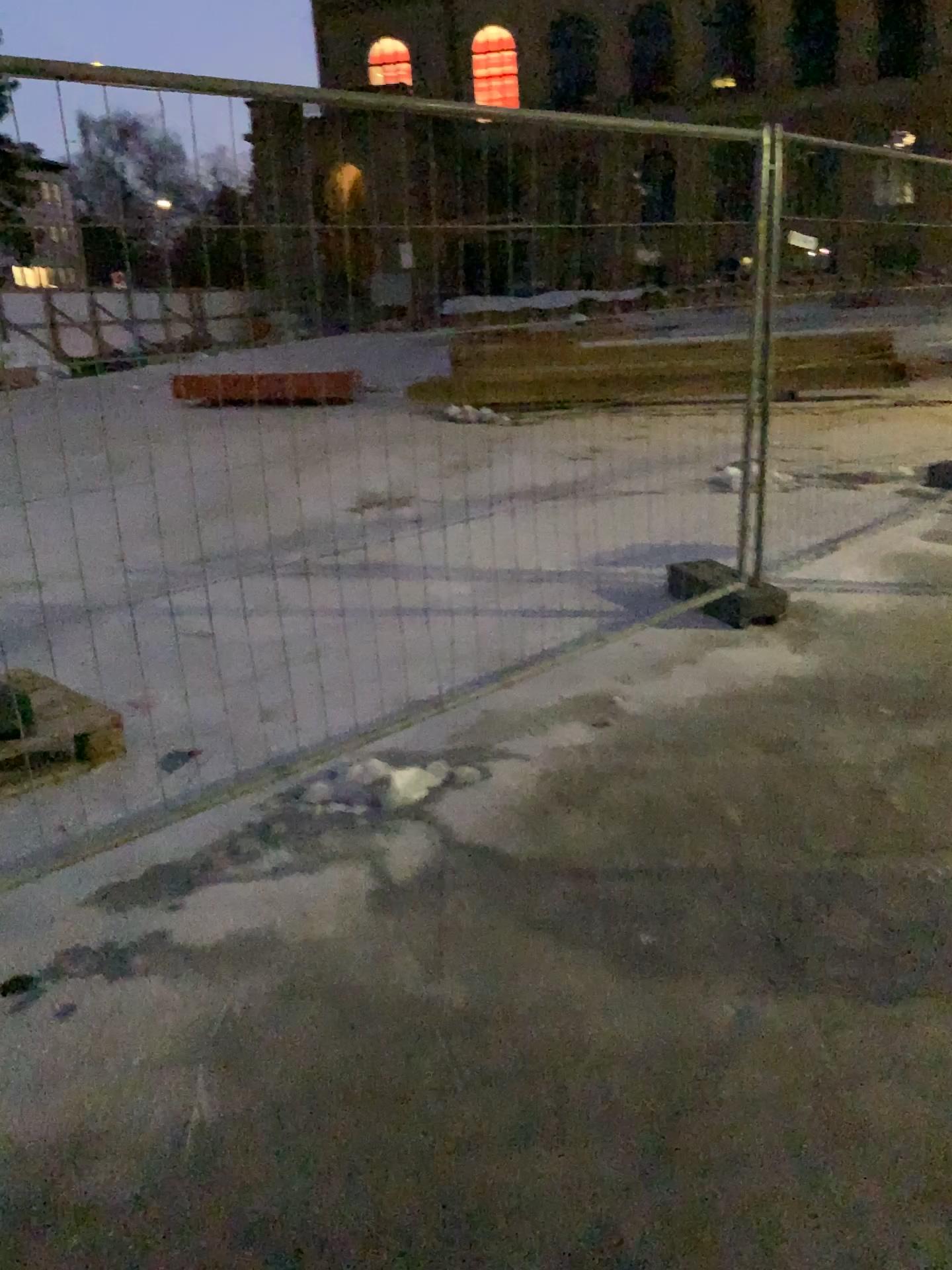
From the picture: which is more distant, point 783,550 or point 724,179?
point 783,550
